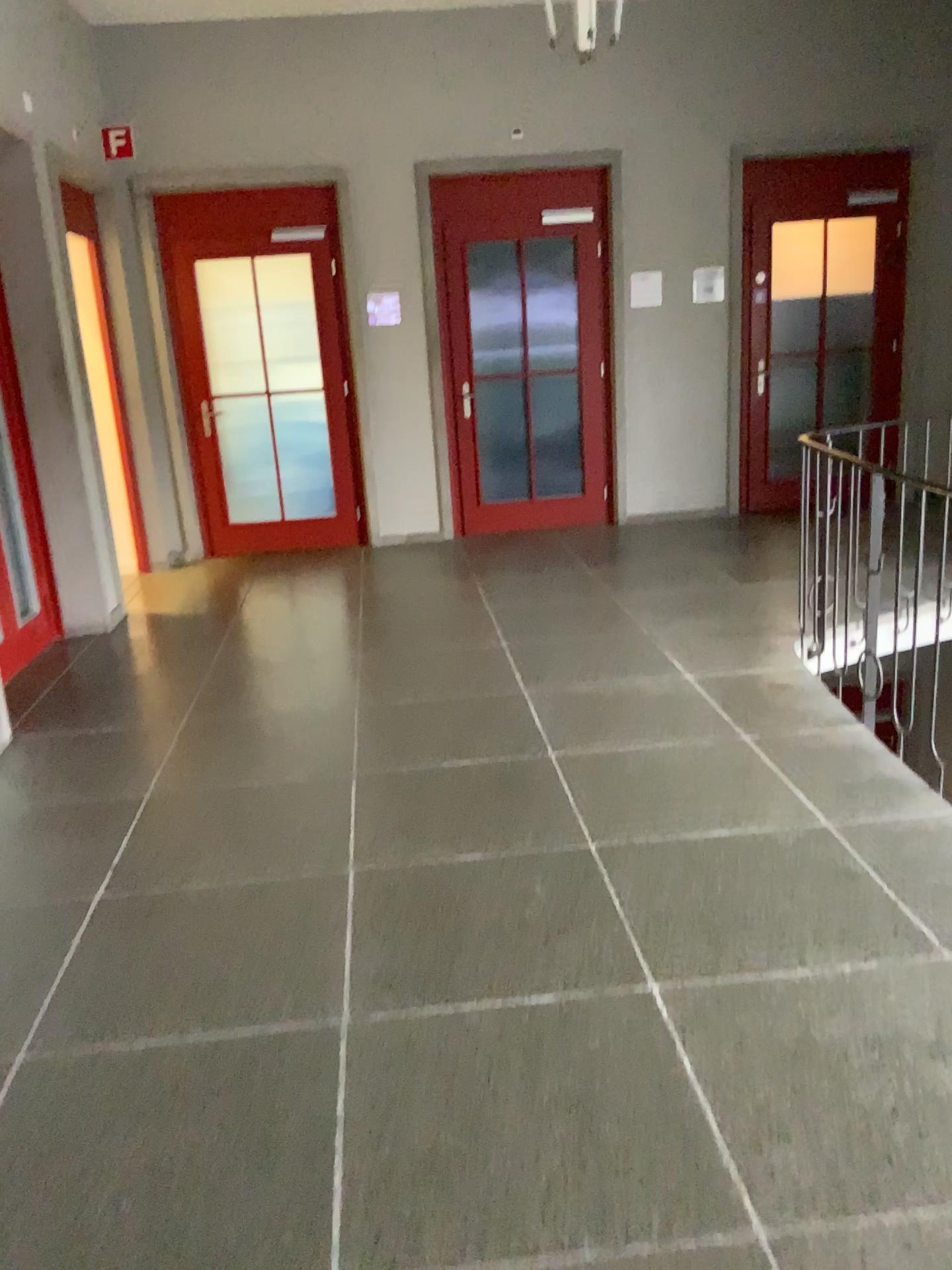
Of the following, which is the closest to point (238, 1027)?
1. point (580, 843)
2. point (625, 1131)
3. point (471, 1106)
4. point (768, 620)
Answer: point (471, 1106)
